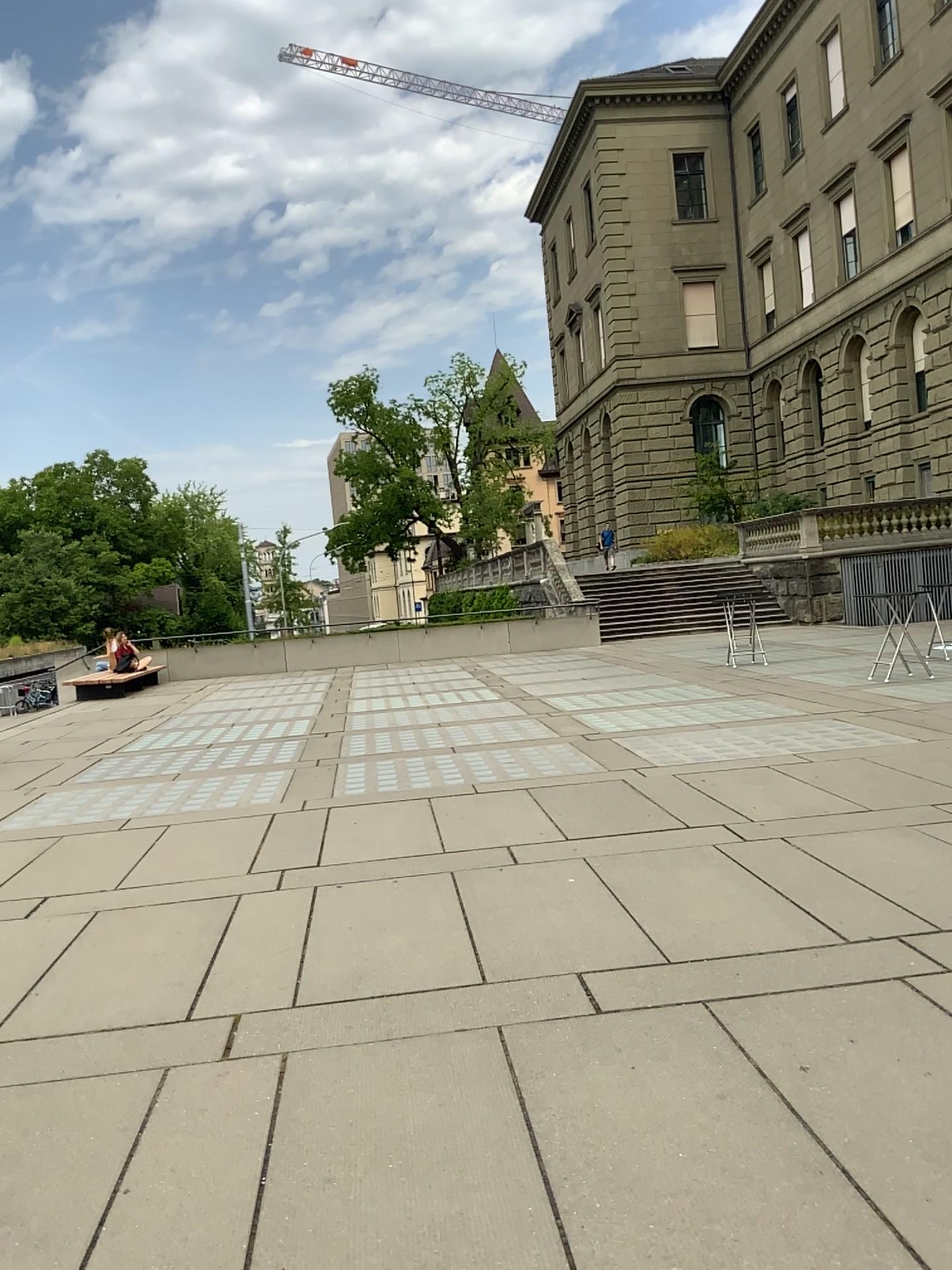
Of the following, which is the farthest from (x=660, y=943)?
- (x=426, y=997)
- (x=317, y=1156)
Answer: (x=317, y=1156)
